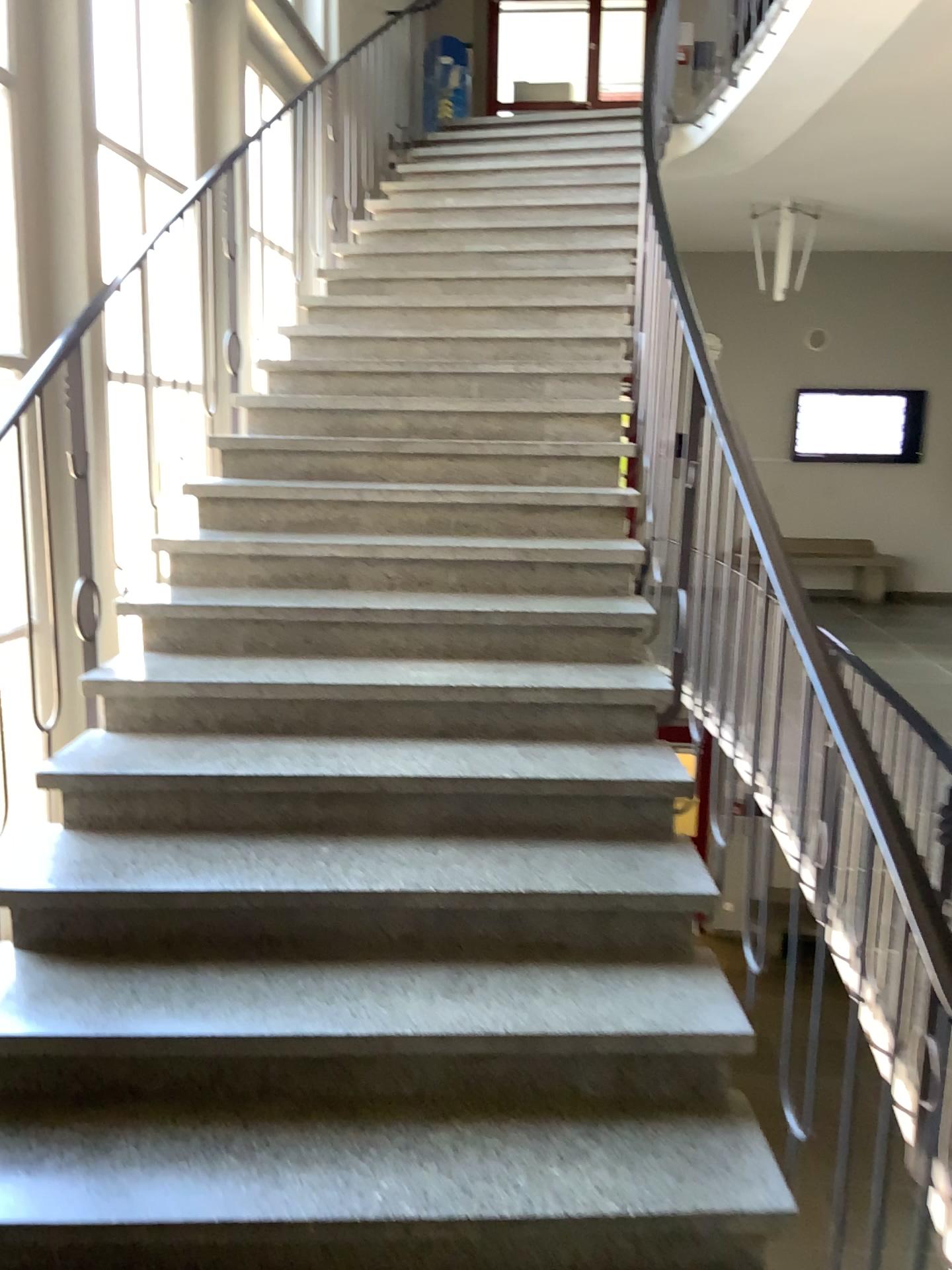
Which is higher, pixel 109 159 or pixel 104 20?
pixel 104 20

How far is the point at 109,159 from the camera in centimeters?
346cm

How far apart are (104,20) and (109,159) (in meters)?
0.41

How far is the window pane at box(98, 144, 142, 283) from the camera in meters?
3.5 m

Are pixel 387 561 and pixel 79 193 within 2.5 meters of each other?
yes

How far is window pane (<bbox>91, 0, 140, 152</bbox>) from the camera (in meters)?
3.36
